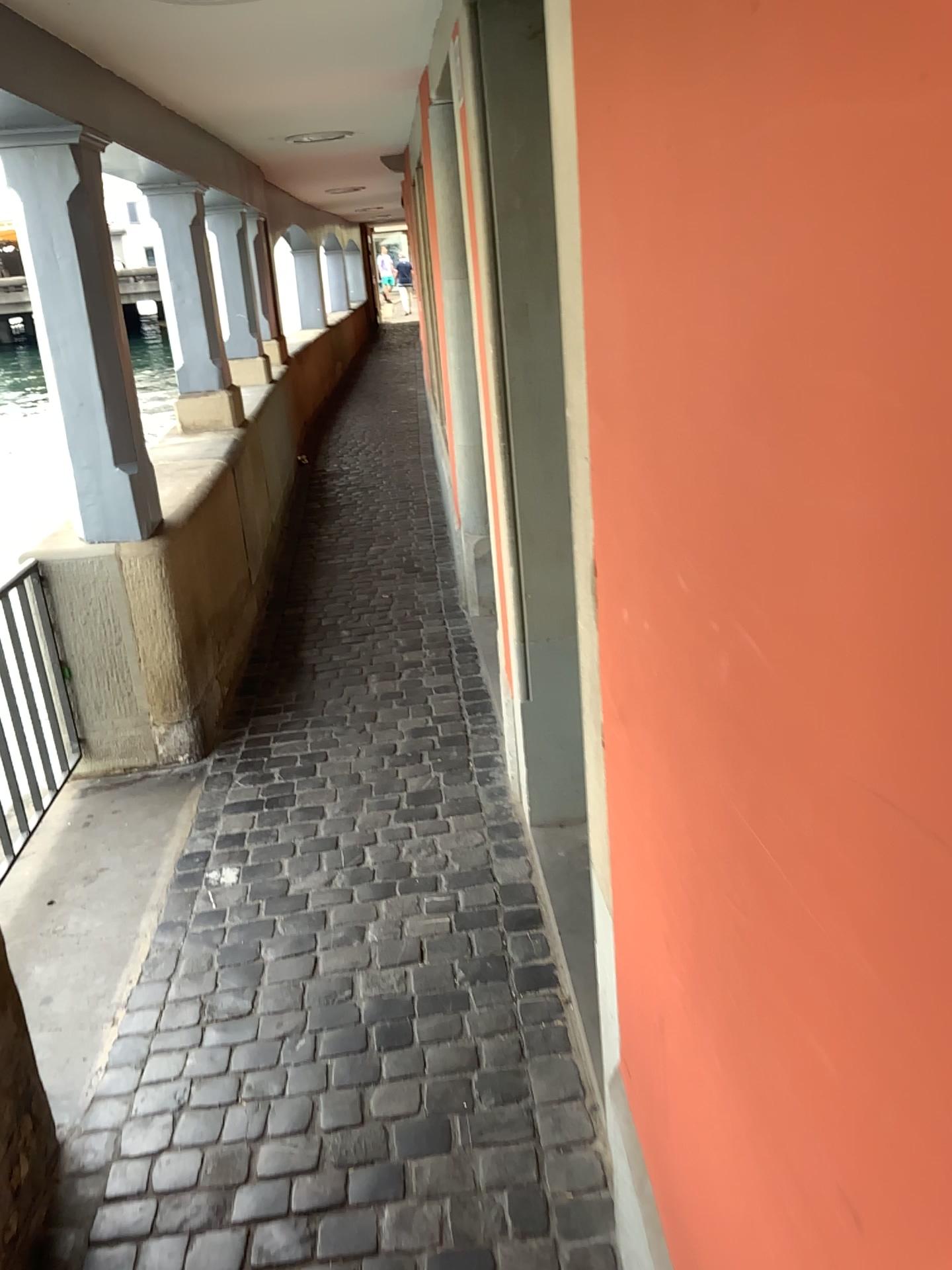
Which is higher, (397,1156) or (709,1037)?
(709,1037)
